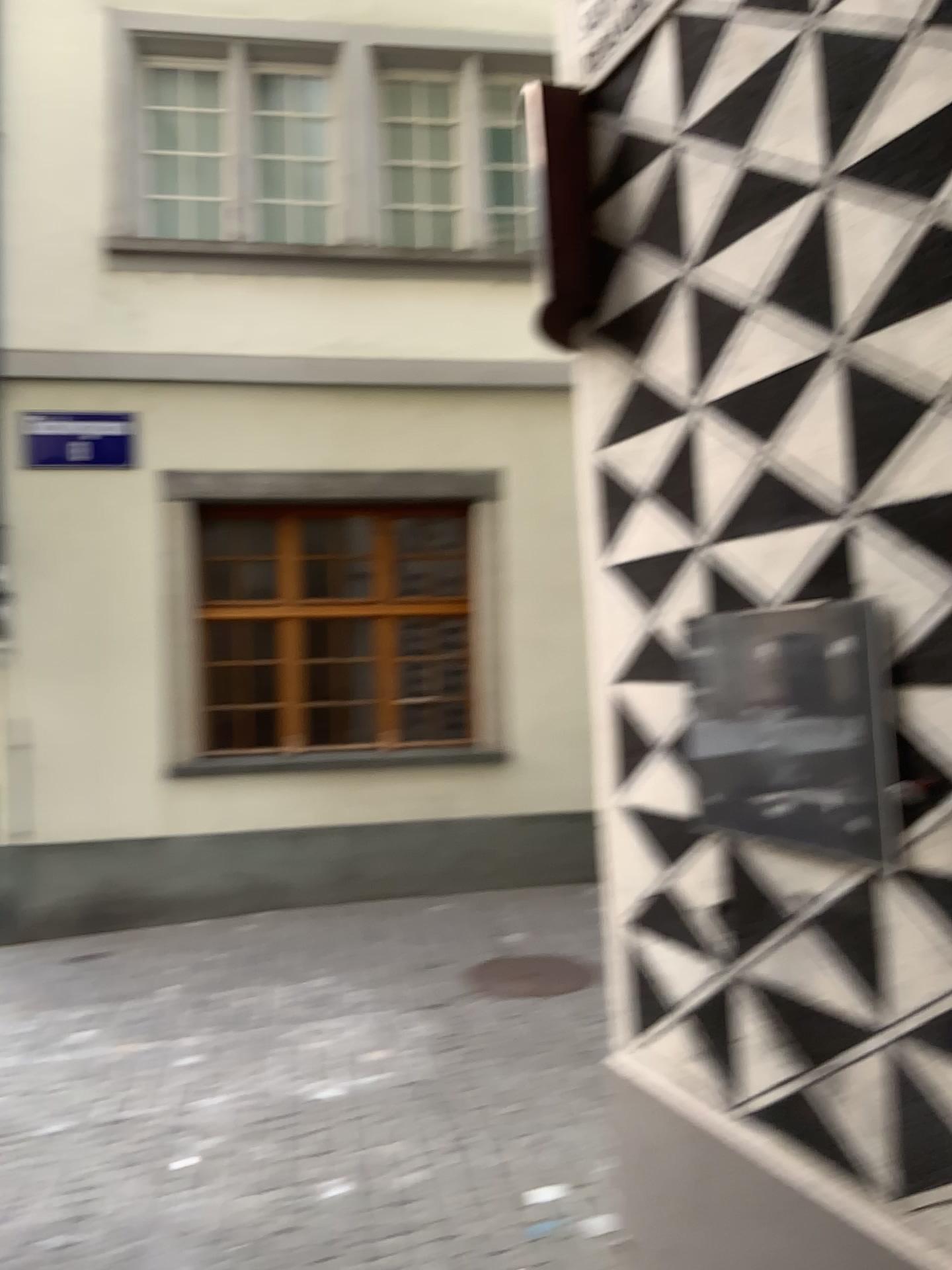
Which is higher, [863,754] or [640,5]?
[640,5]

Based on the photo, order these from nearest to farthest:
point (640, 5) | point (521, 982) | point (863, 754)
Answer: point (863, 754) < point (640, 5) < point (521, 982)

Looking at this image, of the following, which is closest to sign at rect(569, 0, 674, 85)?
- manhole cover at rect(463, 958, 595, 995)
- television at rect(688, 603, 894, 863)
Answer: television at rect(688, 603, 894, 863)

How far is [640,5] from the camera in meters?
2.2 m

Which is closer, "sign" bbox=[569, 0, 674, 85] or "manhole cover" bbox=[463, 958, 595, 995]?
"sign" bbox=[569, 0, 674, 85]

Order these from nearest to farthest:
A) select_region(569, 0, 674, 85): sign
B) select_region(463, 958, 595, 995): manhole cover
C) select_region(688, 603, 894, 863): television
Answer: select_region(688, 603, 894, 863): television → select_region(569, 0, 674, 85): sign → select_region(463, 958, 595, 995): manhole cover

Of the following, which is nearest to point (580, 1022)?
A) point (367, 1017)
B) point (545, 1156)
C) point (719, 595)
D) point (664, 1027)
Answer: point (367, 1017)

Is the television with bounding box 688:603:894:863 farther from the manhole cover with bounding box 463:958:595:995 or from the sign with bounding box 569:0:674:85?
the manhole cover with bounding box 463:958:595:995

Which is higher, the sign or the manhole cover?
the sign

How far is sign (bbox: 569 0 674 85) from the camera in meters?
2.2 m
